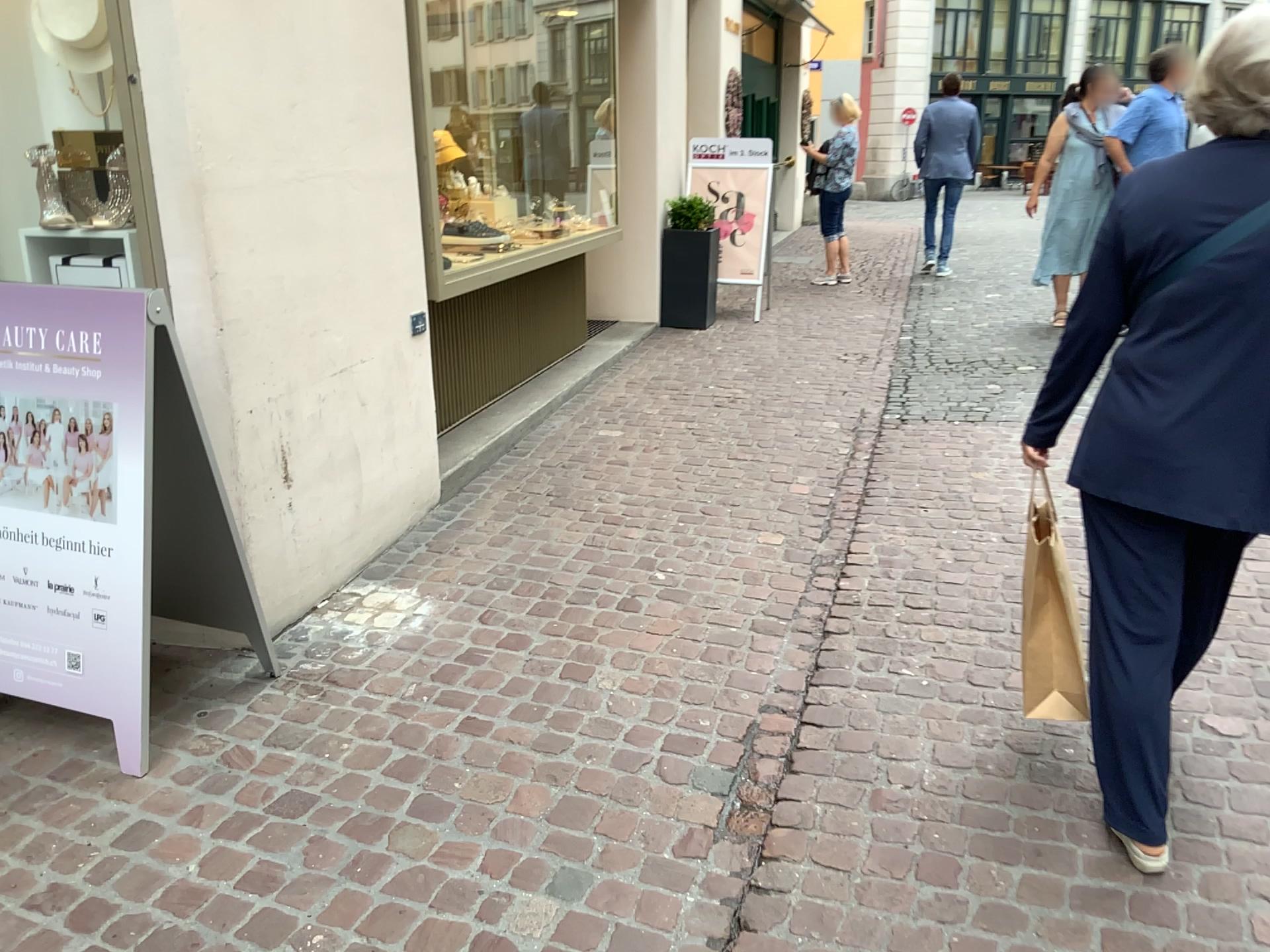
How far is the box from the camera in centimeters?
285cm

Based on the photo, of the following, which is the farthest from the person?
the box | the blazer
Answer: the box

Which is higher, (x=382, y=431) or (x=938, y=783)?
(x=382, y=431)

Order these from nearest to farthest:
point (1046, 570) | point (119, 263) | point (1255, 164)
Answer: point (1255, 164)
point (1046, 570)
point (119, 263)

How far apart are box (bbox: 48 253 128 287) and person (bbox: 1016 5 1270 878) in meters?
2.3 m

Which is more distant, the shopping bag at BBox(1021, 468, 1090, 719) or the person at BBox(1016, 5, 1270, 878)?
the shopping bag at BBox(1021, 468, 1090, 719)

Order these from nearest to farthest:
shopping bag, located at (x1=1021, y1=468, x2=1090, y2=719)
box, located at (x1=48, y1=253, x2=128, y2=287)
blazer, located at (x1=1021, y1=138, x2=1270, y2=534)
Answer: blazer, located at (x1=1021, y1=138, x2=1270, y2=534) < shopping bag, located at (x1=1021, y1=468, x2=1090, y2=719) < box, located at (x1=48, y1=253, x2=128, y2=287)

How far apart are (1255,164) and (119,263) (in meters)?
2.66

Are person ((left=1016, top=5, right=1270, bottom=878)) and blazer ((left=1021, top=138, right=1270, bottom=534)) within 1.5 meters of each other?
yes

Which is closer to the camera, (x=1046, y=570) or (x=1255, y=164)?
(x=1255, y=164)
